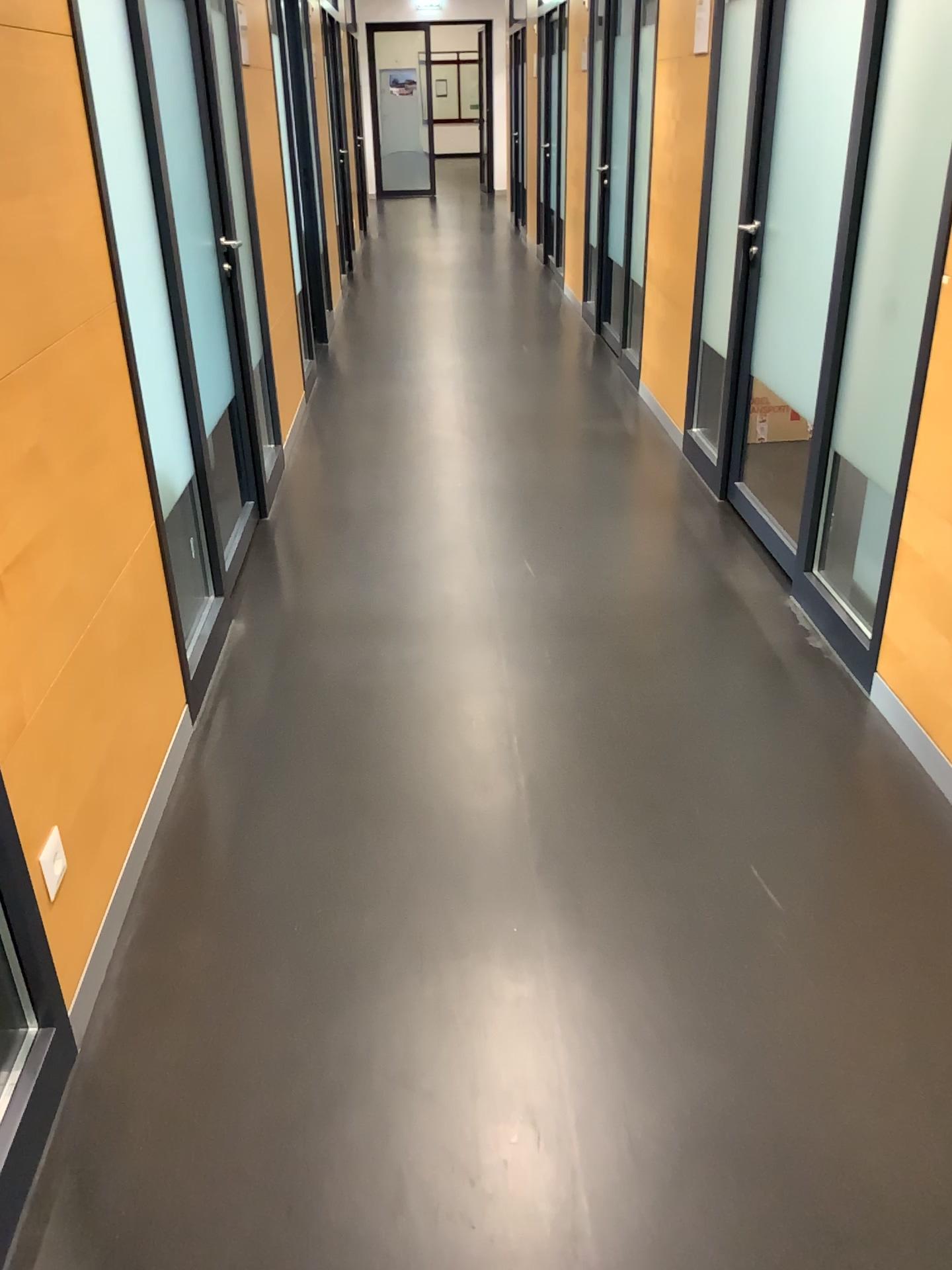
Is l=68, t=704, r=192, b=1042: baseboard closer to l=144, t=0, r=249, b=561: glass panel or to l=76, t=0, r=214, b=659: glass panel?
l=76, t=0, r=214, b=659: glass panel

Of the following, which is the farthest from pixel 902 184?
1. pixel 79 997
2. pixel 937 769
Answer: pixel 79 997

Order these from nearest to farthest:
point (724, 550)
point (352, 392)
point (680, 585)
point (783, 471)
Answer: point (680, 585)
point (724, 550)
point (783, 471)
point (352, 392)

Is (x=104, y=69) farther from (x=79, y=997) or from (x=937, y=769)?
(x=937, y=769)

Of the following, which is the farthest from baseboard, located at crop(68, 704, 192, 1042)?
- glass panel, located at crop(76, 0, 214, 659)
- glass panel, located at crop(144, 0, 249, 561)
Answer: glass panel, located at crop(144, 0, 249, 561)

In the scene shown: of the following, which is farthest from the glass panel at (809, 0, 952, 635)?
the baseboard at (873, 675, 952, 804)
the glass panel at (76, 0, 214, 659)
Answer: the glass panel at (76, 0, 214, 659)

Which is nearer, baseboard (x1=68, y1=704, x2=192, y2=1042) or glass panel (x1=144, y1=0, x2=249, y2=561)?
baseboard (x1=68, y1=704, x2=192, y2=1042)

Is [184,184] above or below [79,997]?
above

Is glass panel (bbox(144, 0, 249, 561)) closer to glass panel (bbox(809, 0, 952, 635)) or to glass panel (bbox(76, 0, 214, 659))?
glass panel (bbox(76, 0, 214, 659))

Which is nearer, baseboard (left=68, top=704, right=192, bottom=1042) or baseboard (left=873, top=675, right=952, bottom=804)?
baseboard (left=68, top=704, right=192, bottom=1042)
